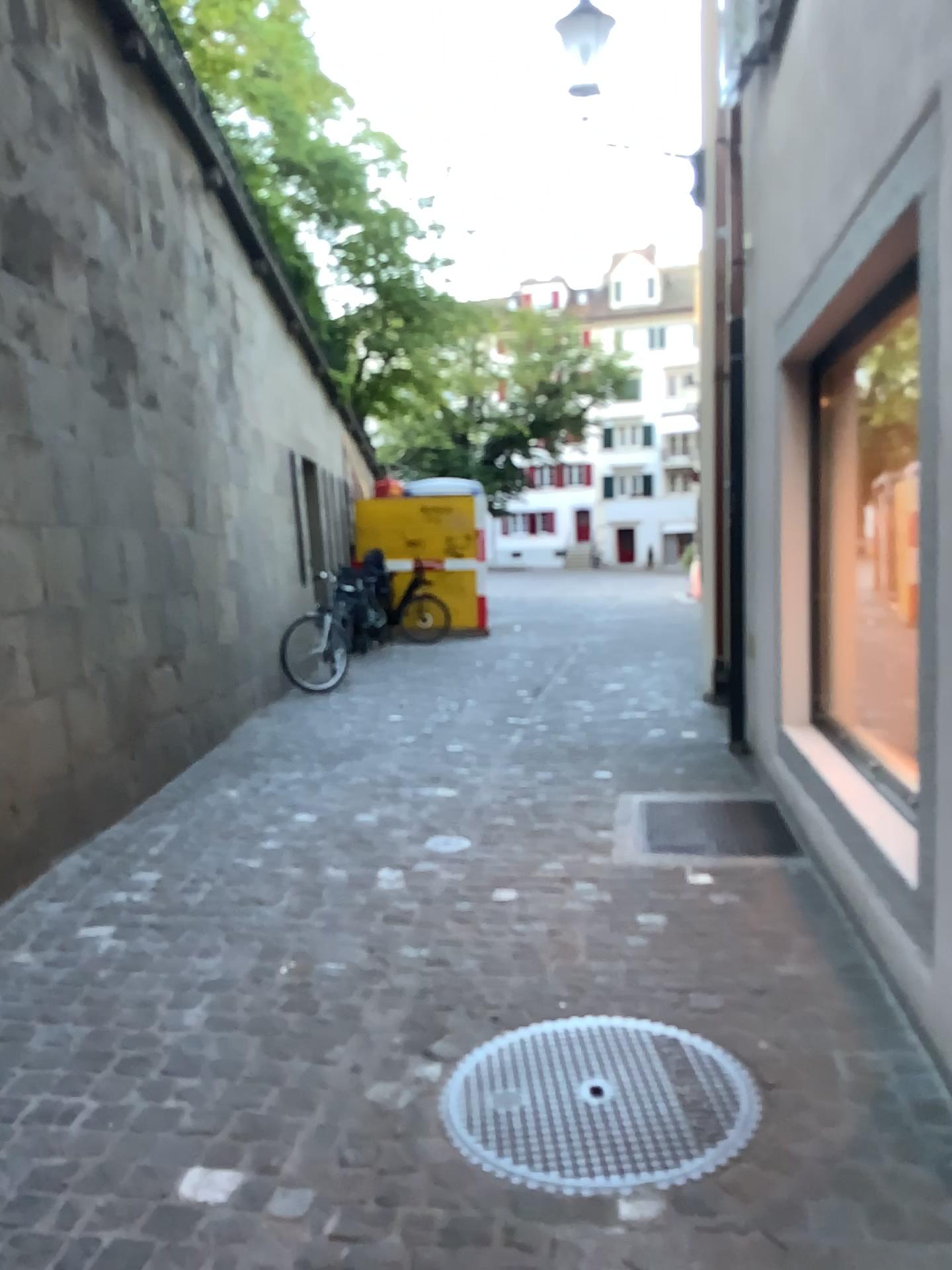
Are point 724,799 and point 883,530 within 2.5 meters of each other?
yes
